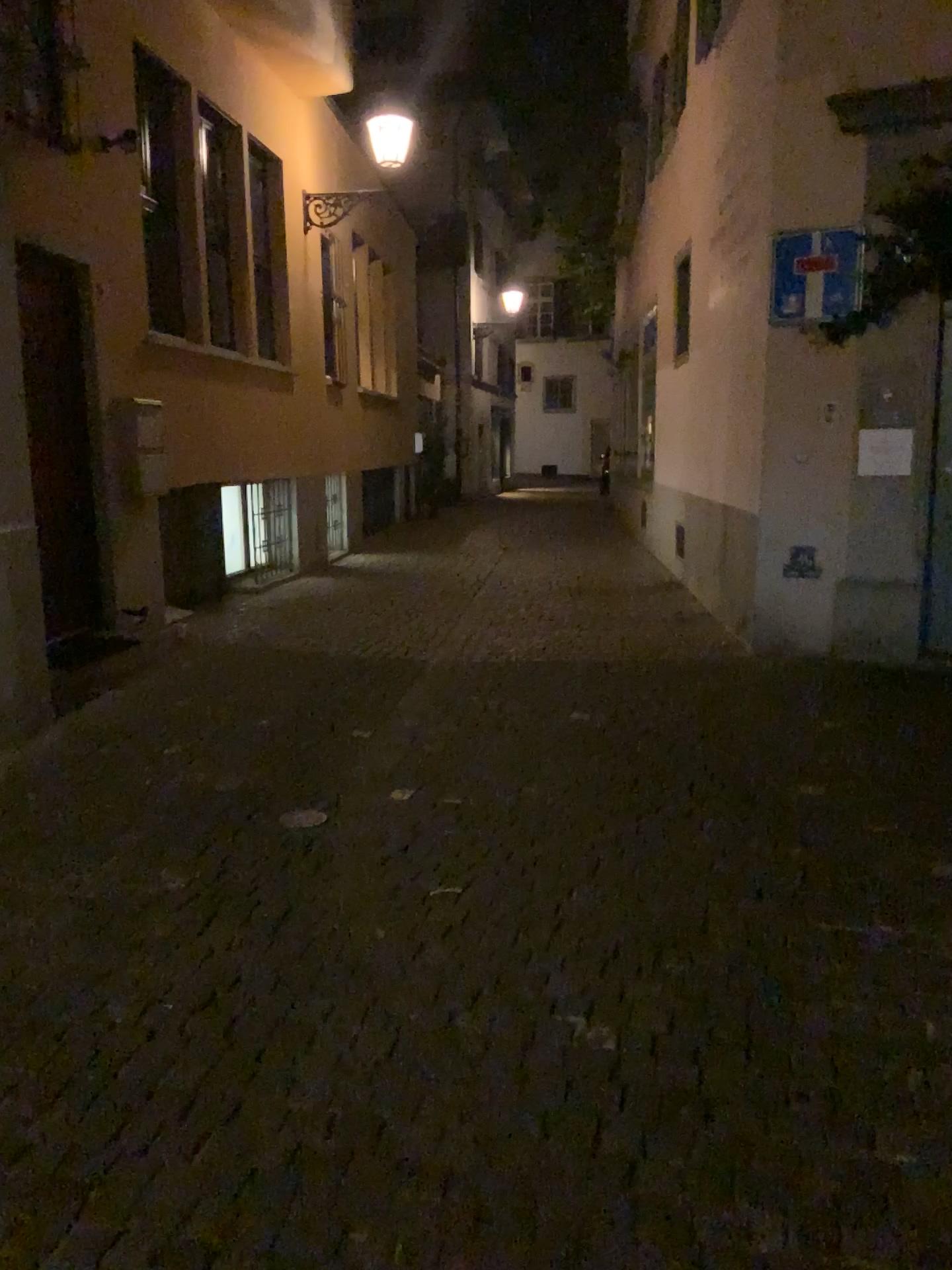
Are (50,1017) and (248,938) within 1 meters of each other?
yes
